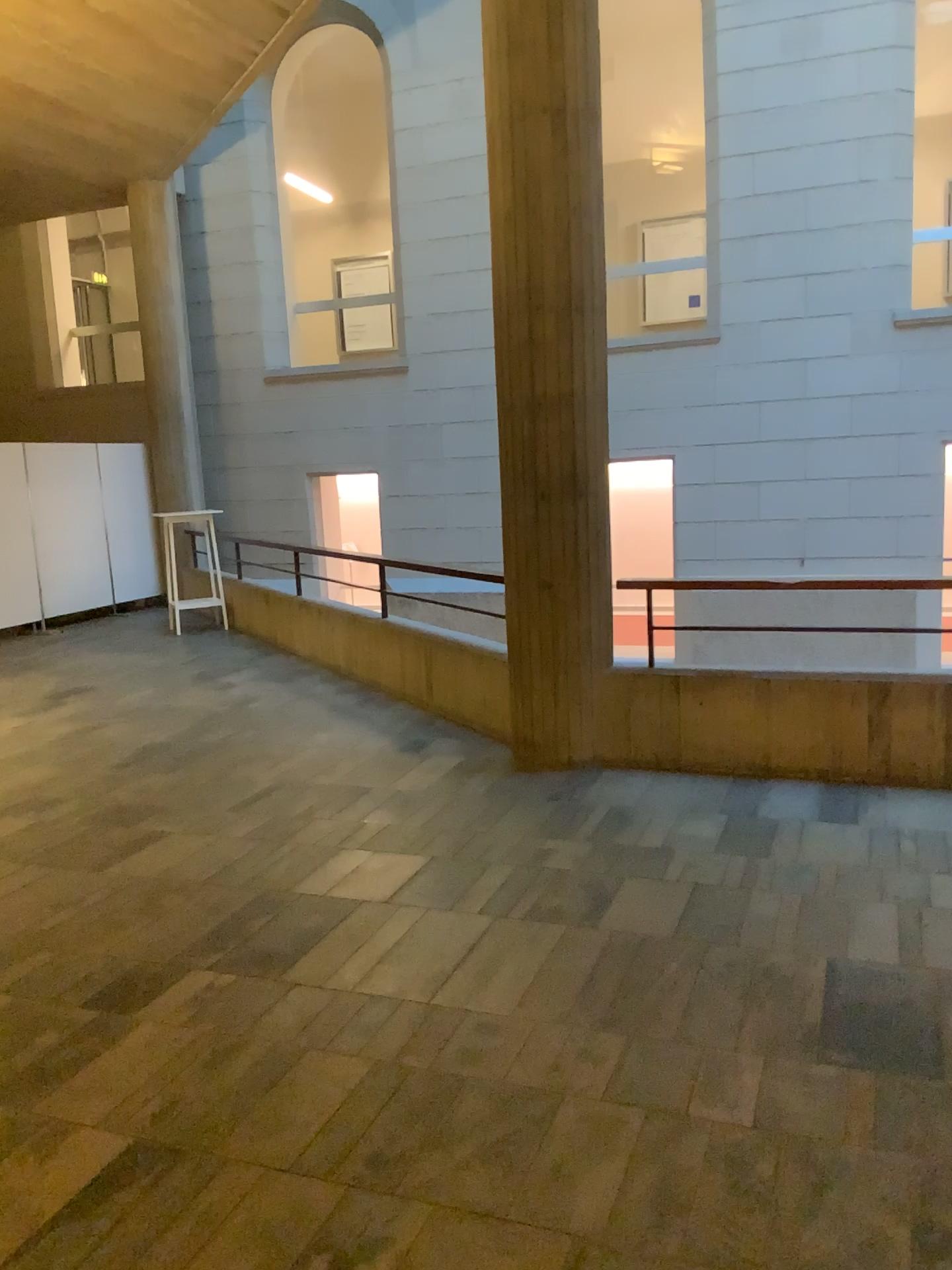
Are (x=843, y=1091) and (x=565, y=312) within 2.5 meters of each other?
no
